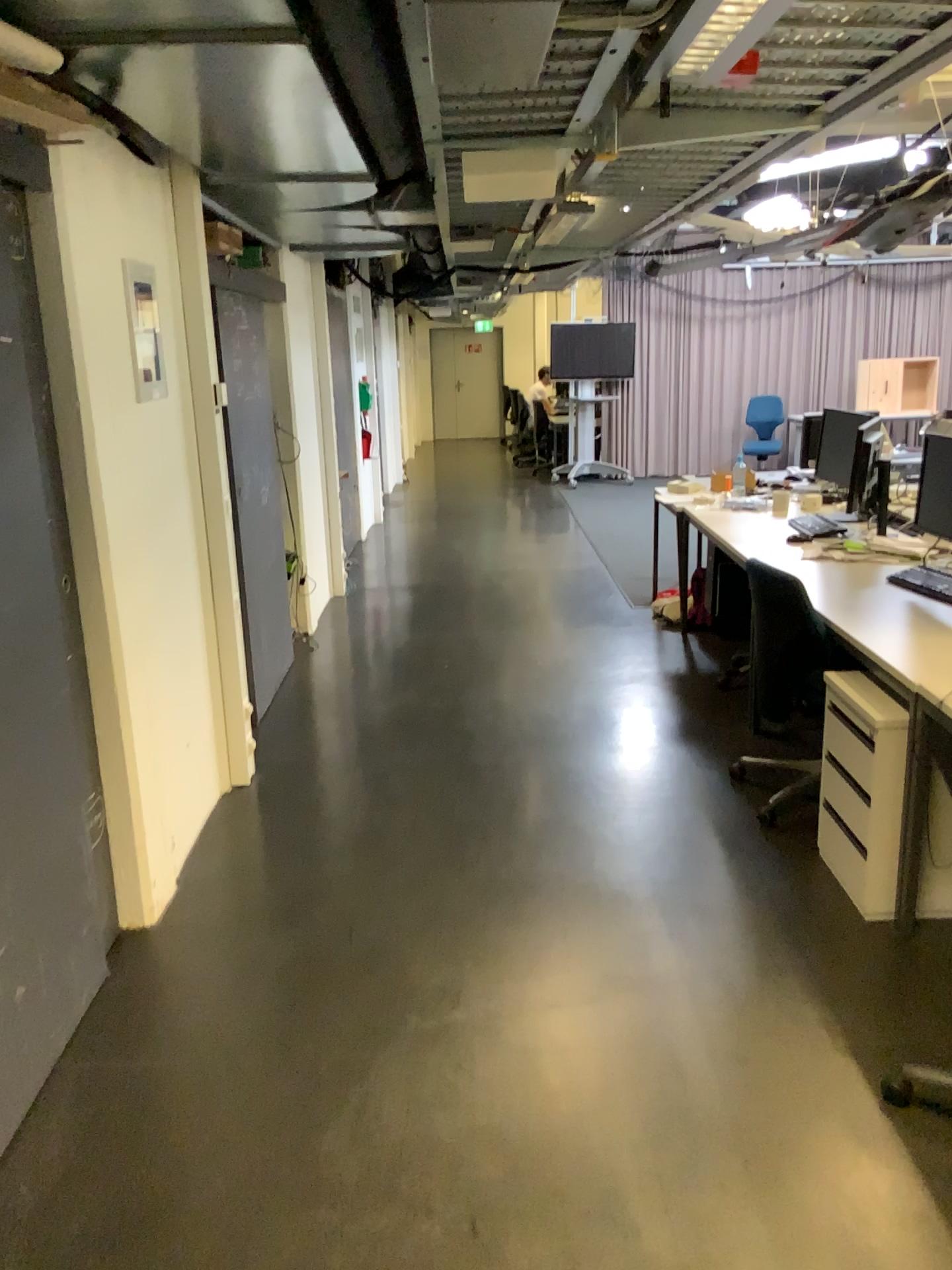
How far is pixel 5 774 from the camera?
2.3m

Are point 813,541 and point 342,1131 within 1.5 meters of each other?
no

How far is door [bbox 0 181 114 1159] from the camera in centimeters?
229cm
